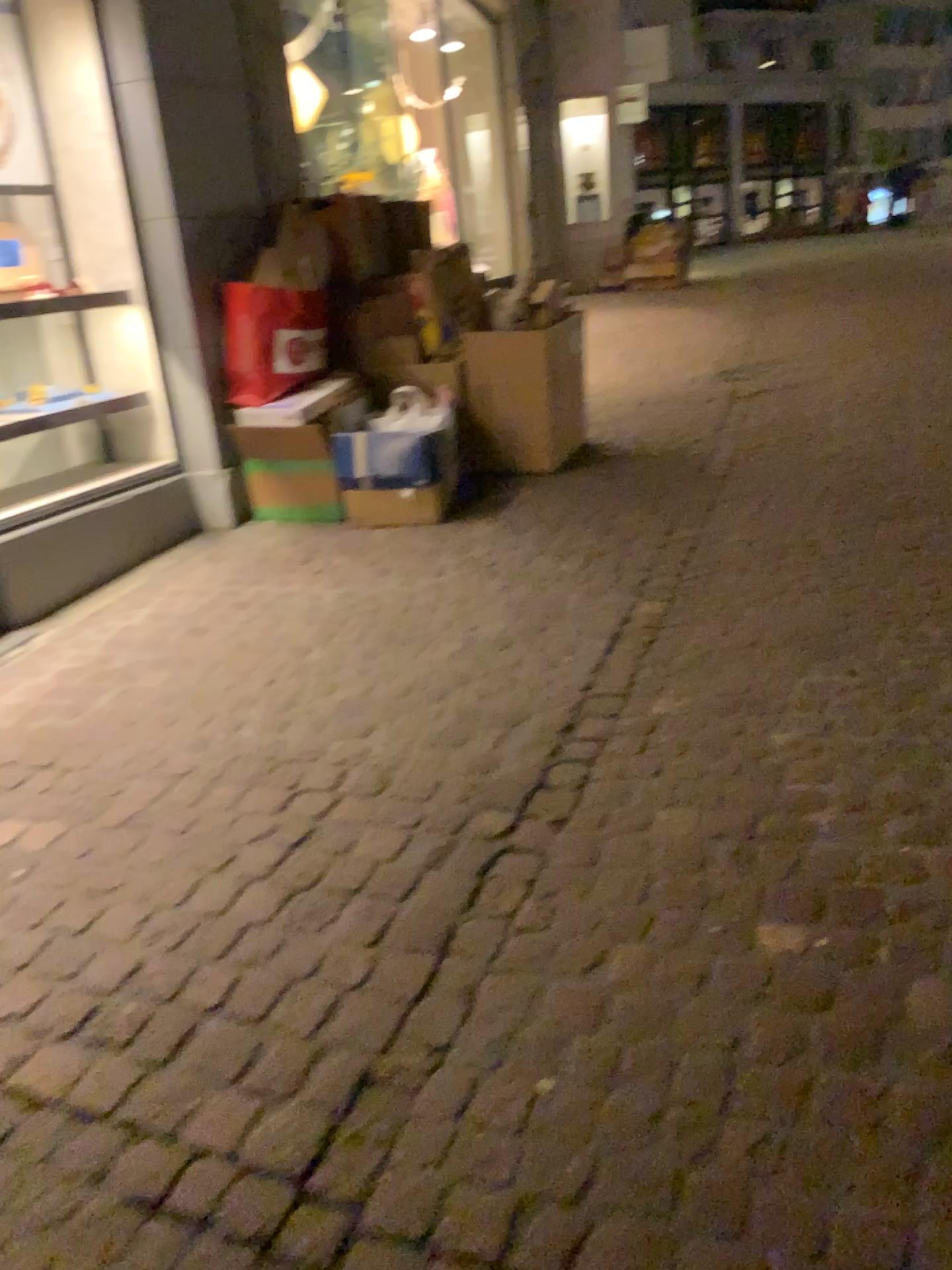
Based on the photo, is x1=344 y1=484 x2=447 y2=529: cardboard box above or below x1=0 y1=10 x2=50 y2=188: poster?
below

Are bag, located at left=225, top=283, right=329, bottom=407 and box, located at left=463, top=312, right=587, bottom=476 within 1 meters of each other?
yes

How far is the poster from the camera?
4.1m

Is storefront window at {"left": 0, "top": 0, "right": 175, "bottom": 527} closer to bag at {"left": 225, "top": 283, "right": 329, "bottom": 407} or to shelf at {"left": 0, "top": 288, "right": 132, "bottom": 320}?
shelf at {"left": 0, "top": 288, "right": 132, "bottom": 320}

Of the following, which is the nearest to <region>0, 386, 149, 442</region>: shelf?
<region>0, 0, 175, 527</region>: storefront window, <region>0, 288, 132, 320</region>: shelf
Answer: <region>0, 0, 175, 527</region>: storefront window

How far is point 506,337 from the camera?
4.59m

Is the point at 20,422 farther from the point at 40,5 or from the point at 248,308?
the point at 40,5

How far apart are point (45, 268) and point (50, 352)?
0.5m

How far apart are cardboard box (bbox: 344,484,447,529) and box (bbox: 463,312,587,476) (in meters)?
0.57

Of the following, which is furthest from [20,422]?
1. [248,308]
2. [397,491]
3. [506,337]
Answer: [506,337]
